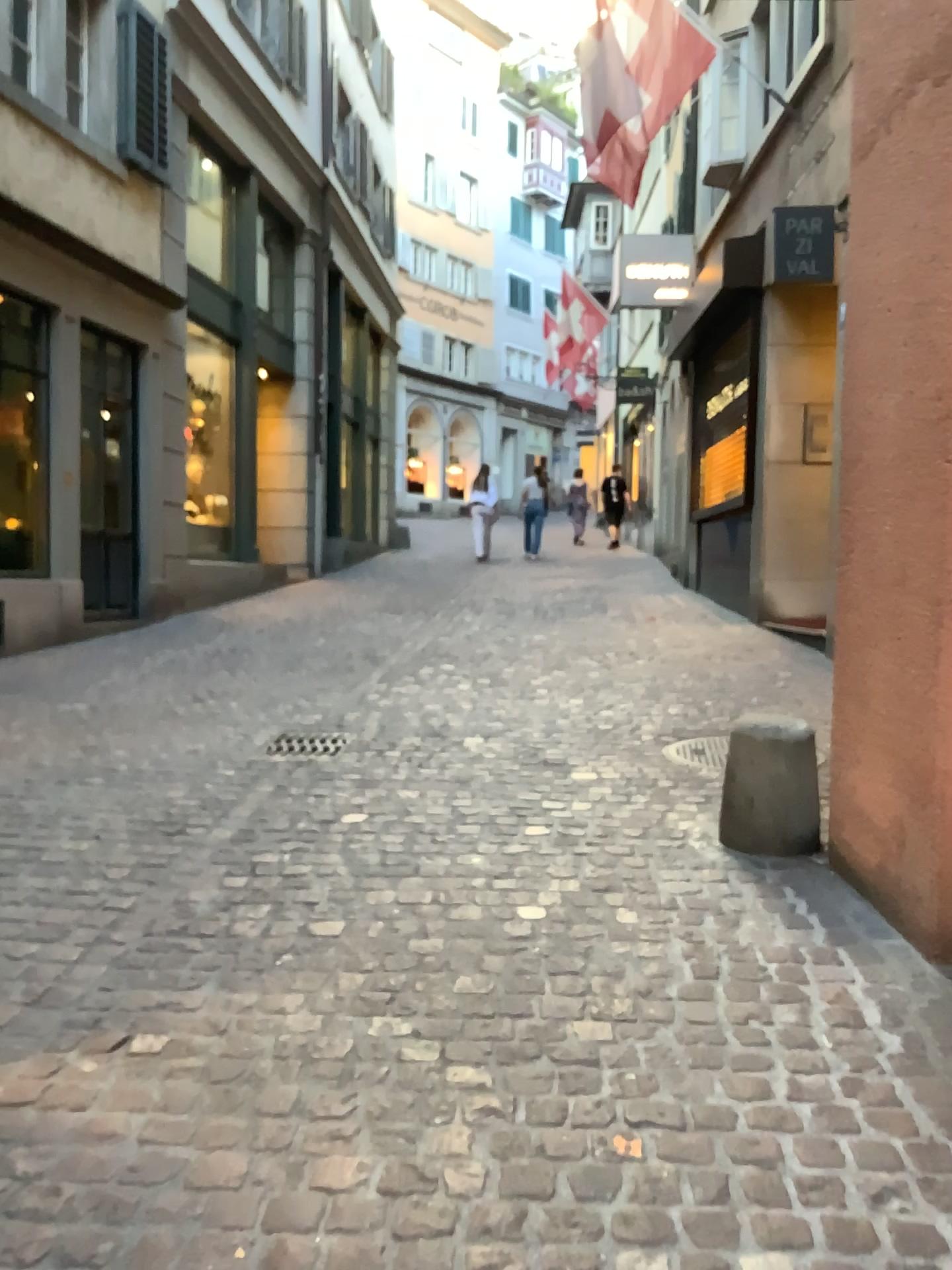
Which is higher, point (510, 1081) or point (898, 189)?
point (898, 189)
